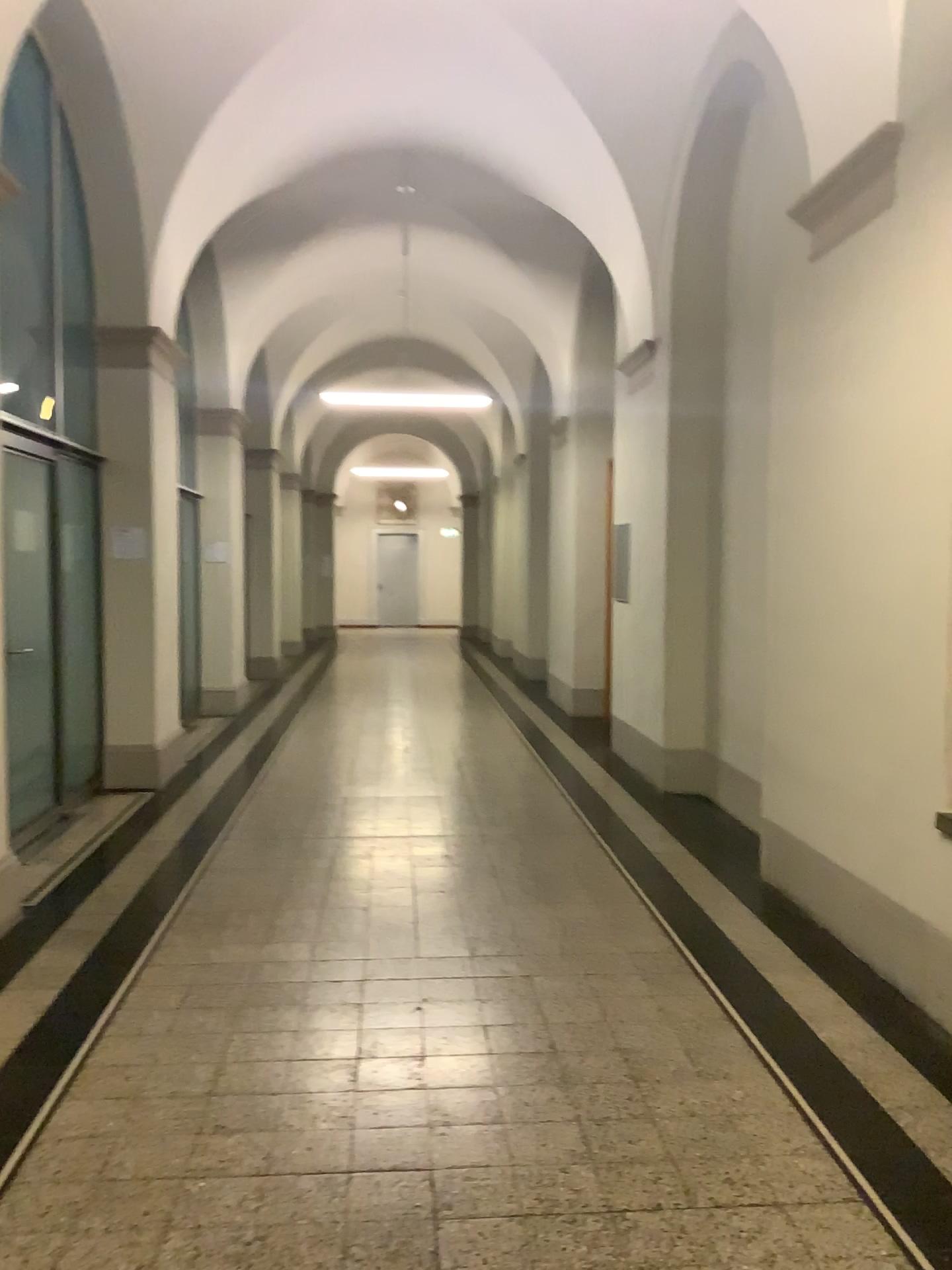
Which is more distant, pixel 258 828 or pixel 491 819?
pixel 491 819
